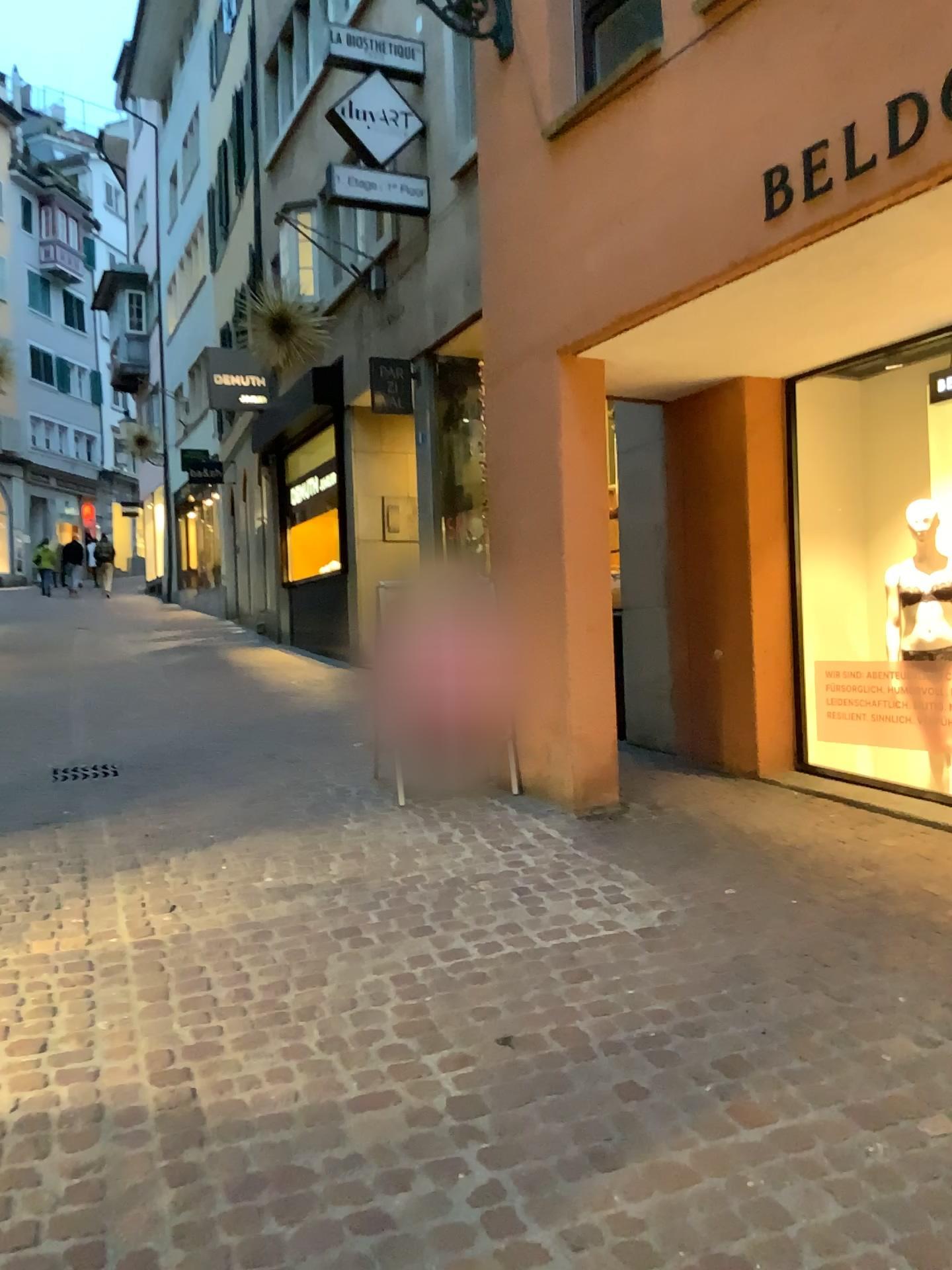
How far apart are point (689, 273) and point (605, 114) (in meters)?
1.05
